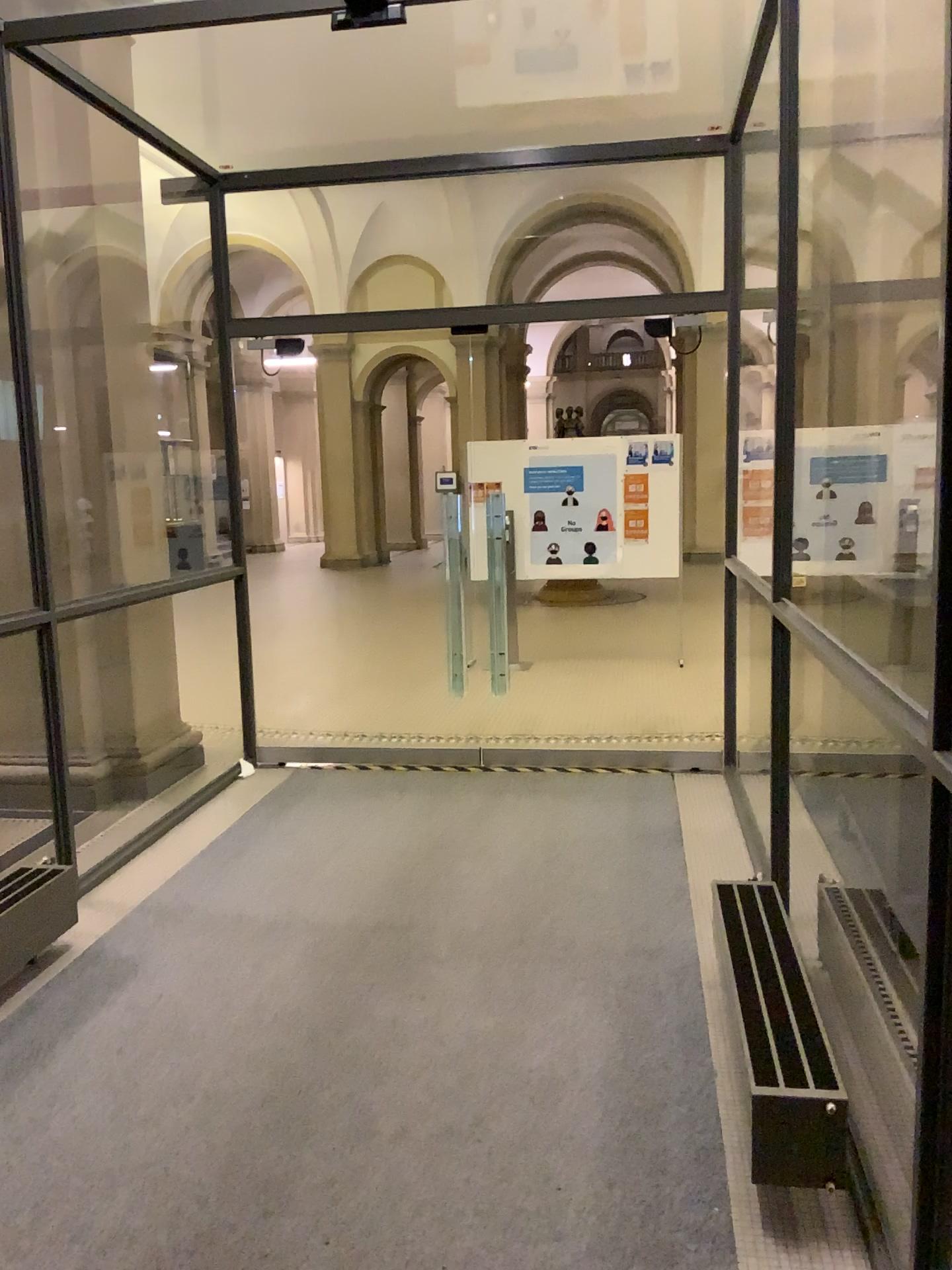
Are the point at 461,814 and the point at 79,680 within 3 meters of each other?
yes
